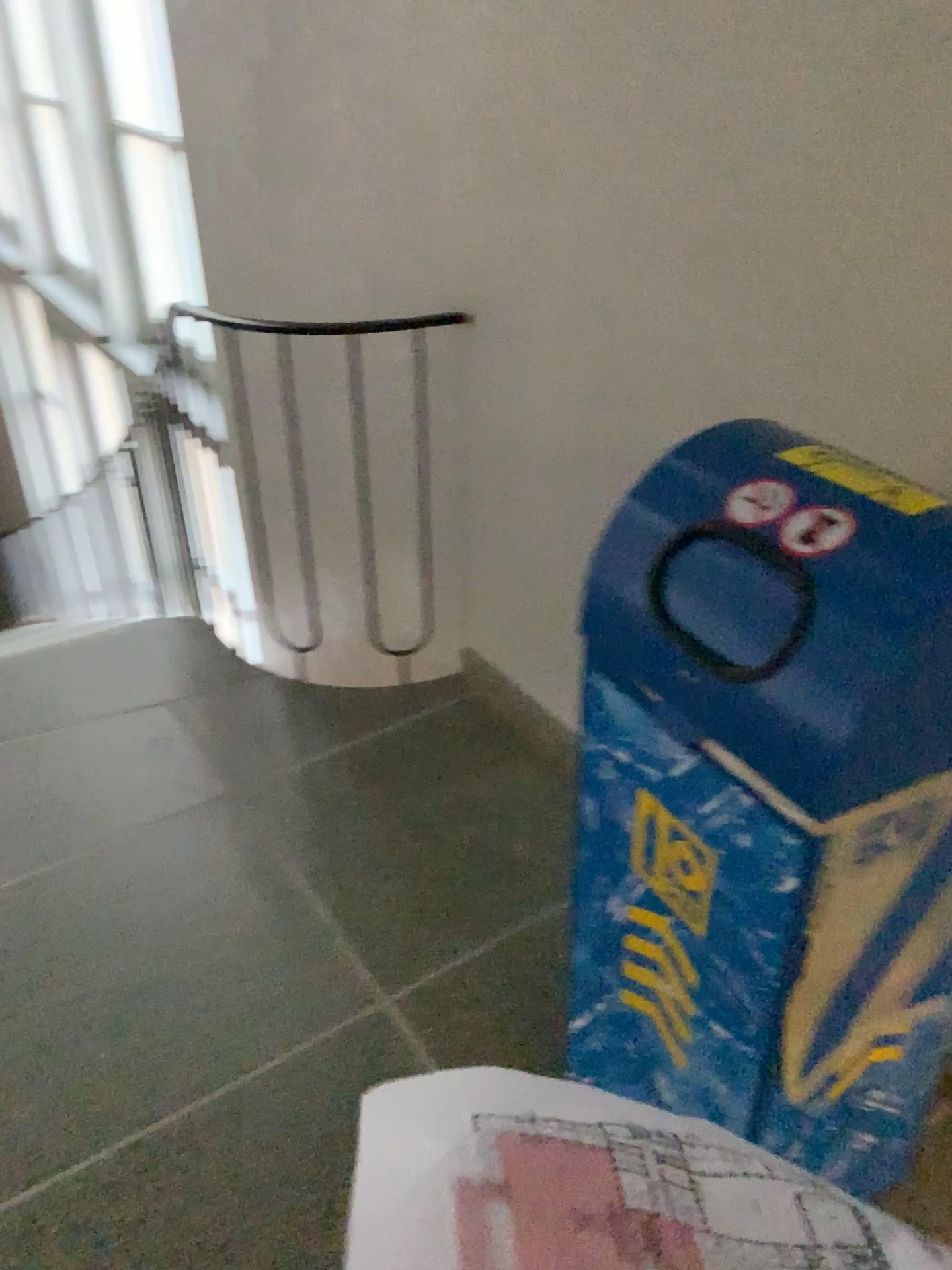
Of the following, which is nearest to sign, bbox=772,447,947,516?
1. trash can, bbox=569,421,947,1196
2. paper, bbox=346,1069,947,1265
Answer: trash can, bbox=569,421,947,1196

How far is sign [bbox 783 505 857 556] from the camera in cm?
98

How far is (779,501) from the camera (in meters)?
1.04

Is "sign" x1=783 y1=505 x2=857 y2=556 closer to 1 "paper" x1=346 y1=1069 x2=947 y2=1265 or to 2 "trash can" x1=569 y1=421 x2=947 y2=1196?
2 "trash can" x1=569 y1=421 x2=947 y2=1196

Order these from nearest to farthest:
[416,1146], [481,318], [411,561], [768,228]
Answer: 1. [416,1146]
2. [768,228]
3. [481,318]
4. [411,561]

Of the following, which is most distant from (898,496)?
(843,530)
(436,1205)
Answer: (436,1205)

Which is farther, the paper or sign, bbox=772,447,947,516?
sign, bbox=772,447,947,516

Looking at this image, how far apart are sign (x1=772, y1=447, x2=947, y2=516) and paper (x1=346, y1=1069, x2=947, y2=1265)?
0.8 meters

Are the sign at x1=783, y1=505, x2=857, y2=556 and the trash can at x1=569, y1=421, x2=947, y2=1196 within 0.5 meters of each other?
yes

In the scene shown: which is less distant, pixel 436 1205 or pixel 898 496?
pixel 436 1205
